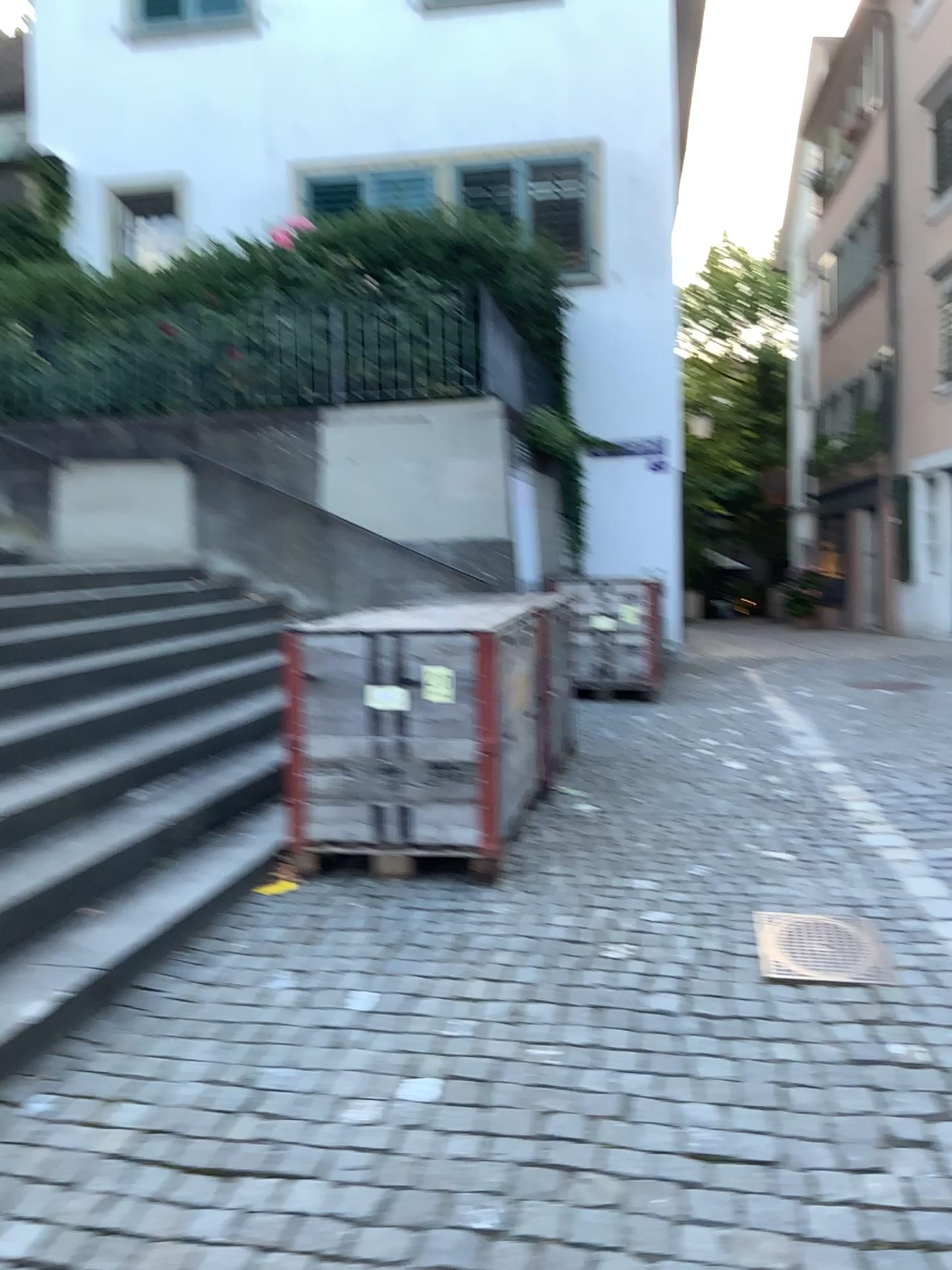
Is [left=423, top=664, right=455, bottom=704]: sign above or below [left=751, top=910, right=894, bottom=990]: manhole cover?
above

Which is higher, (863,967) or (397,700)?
(397,700)

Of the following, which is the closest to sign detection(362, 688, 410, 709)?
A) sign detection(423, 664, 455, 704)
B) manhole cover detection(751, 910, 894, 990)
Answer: sign detection(423, 664, 455, 704)

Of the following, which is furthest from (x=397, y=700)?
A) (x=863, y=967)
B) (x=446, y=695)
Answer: (x=863, y=967)

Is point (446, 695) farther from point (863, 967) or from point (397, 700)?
point (863, 967)

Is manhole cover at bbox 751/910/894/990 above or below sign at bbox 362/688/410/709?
below

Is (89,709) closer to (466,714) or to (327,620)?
(327,620)

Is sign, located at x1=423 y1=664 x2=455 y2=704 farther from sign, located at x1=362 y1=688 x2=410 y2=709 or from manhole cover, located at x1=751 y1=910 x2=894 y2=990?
manhole cover, located at x1=751 y1=910 x2=894 y2=990

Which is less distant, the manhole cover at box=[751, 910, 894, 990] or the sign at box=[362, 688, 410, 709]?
the manhole cover at box=[751, 910, 894, 990]
